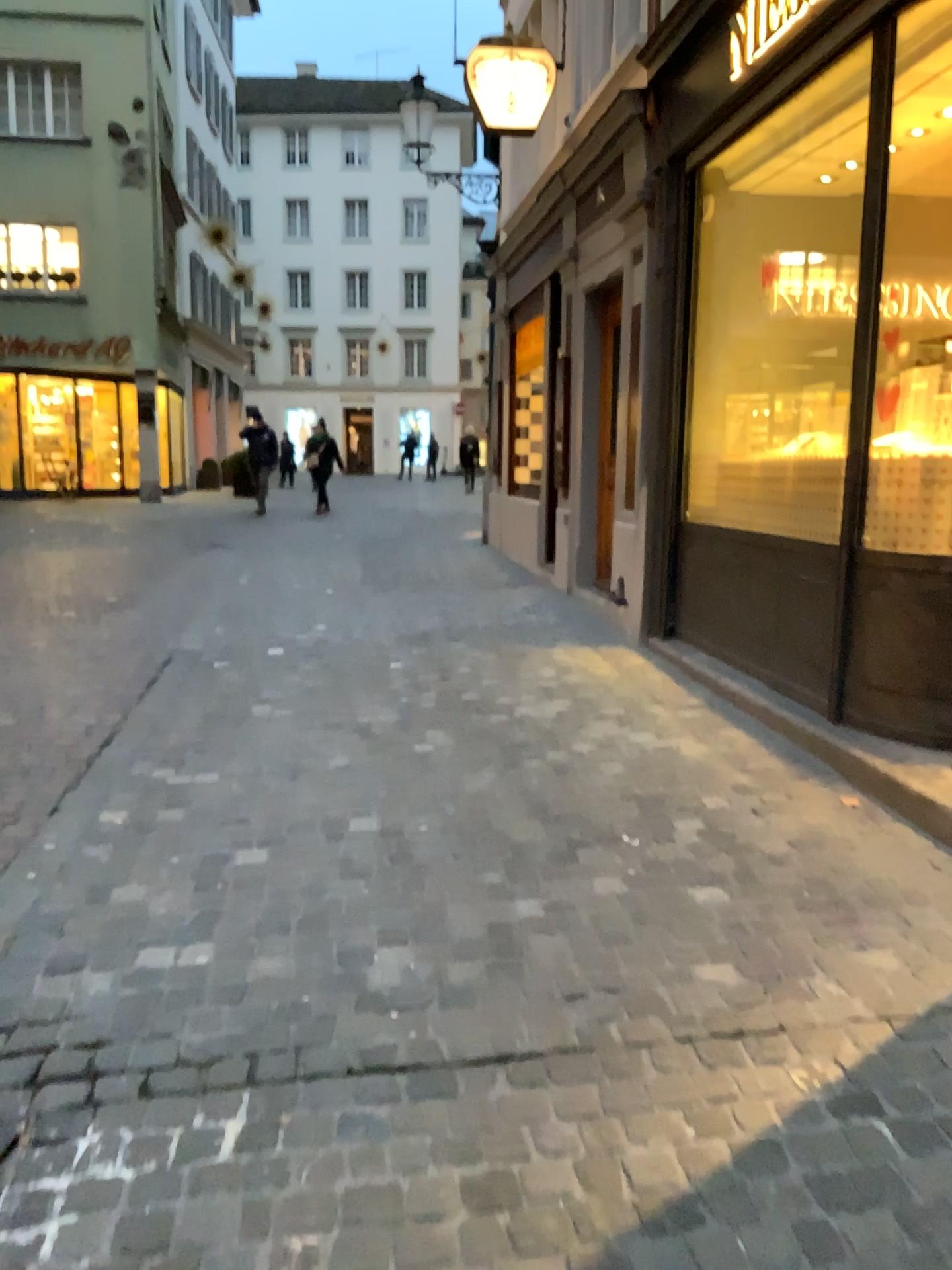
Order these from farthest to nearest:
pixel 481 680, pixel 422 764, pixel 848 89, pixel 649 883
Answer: pixel 481 680 → pixel 848 89 → pixel 422 764 → pixel 649 883
